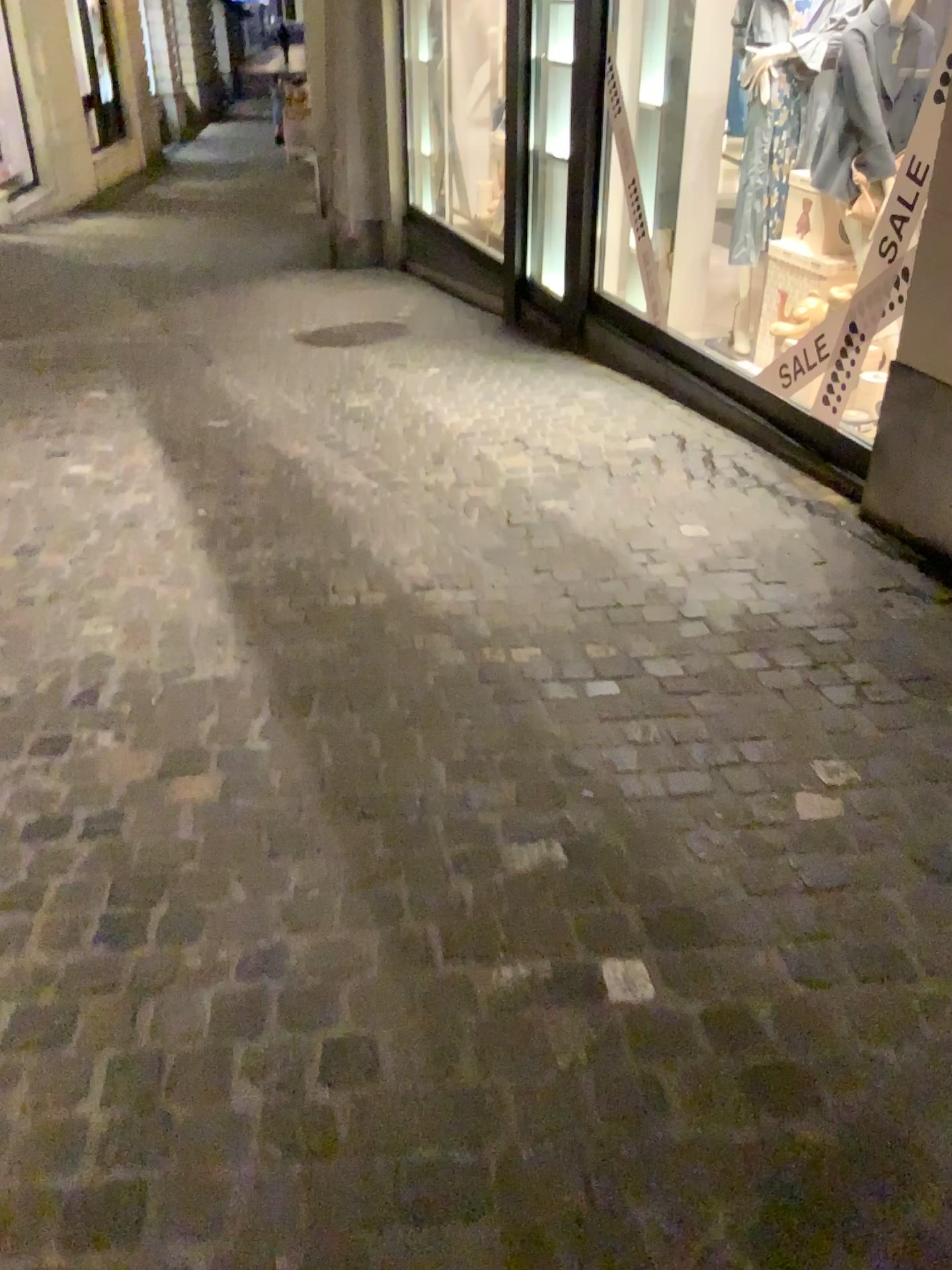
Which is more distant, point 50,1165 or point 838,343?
point 838,343
